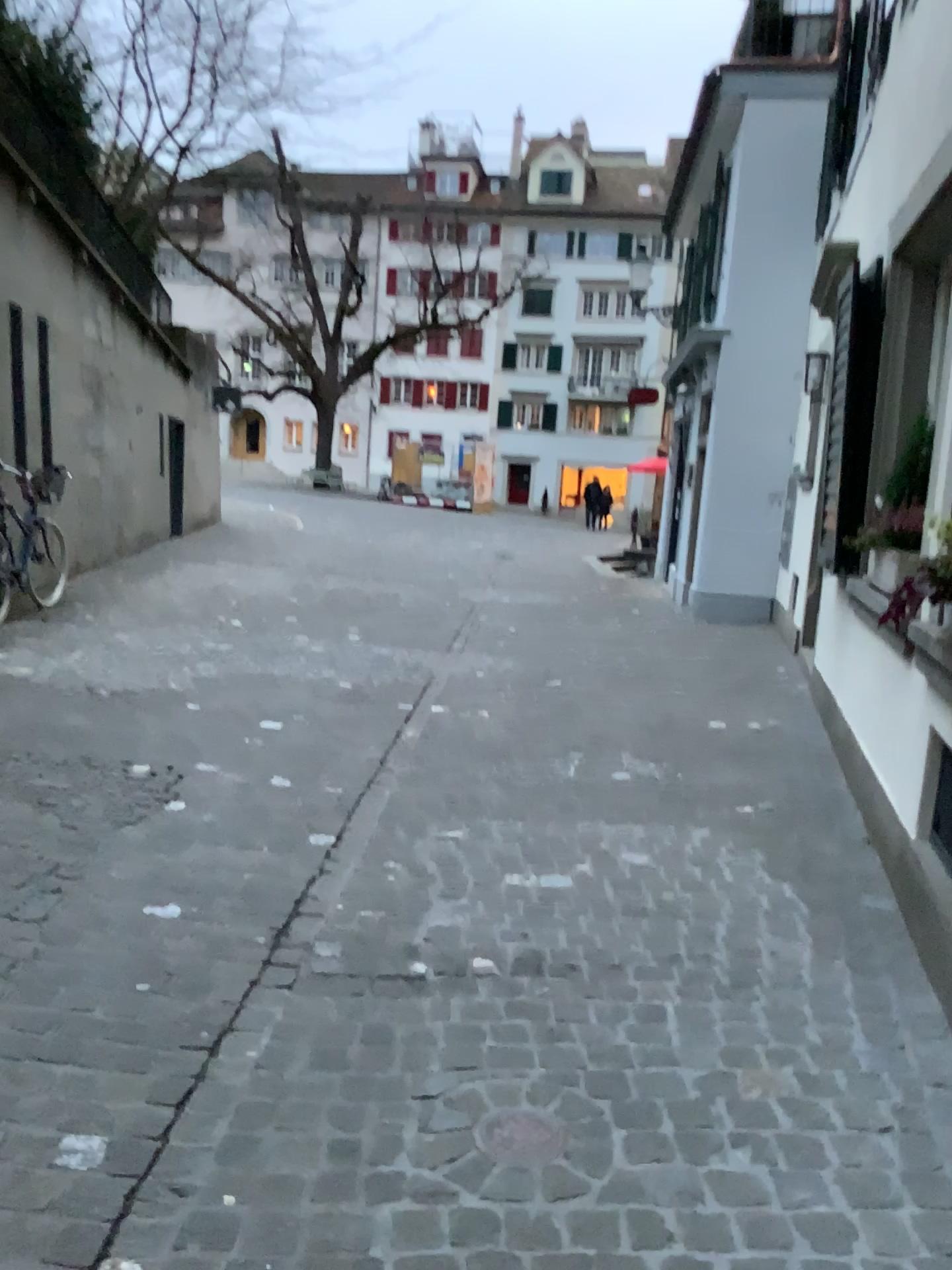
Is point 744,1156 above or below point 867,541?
below

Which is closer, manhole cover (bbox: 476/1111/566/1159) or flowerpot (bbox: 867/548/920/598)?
manhole cover (bbox: 476/1111/566/1159)

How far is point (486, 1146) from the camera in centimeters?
200cm

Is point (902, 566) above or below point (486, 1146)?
above

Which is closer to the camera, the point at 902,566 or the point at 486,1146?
the point at 486,1146

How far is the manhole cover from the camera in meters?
2.0 m

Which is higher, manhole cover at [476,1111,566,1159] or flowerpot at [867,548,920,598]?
flowerpot at [867,548,920,598]
